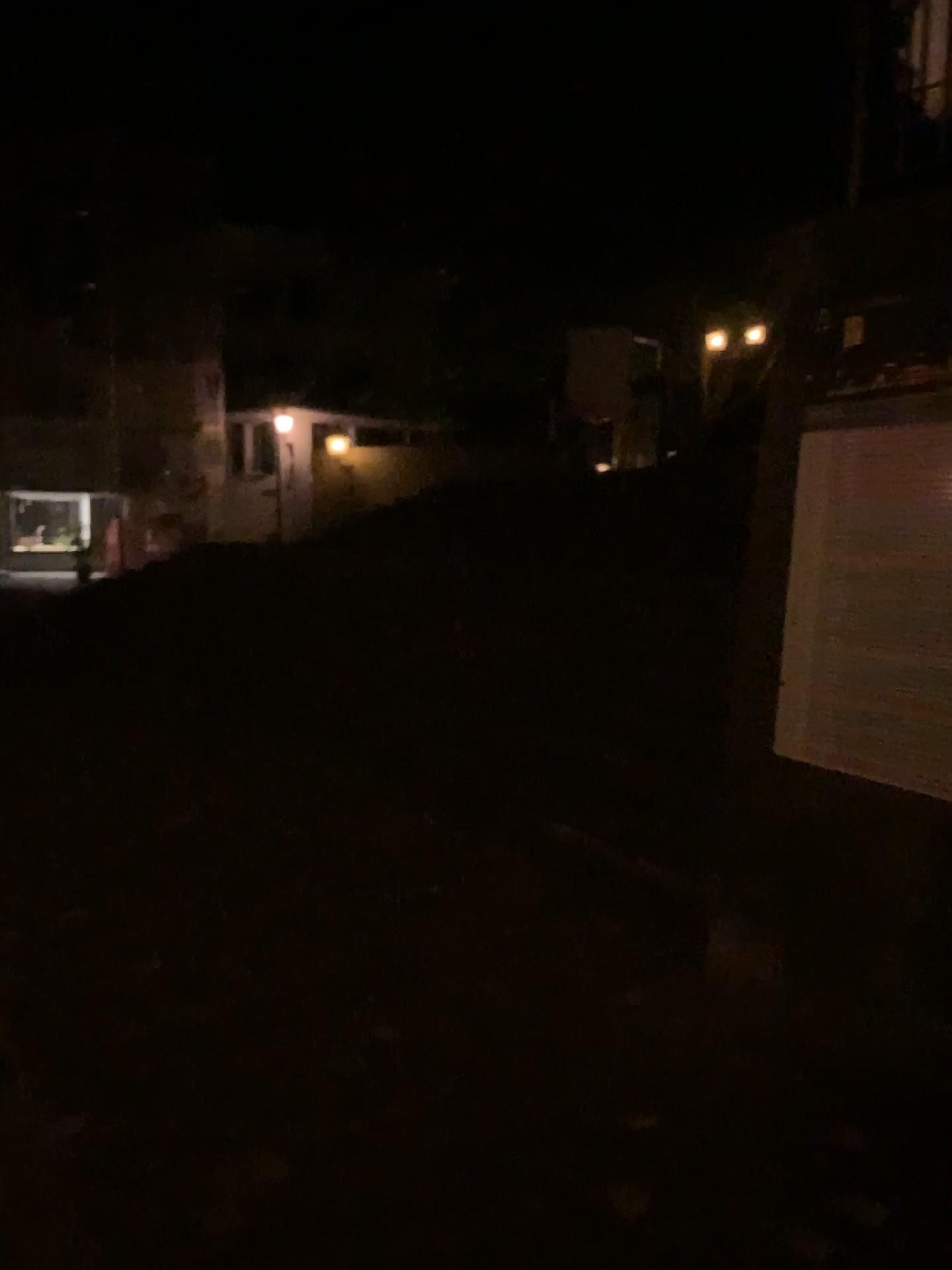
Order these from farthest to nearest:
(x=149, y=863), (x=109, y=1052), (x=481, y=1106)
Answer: (x=149, y=863) < (x=109, y=1052) < (x=481, y=1106)
